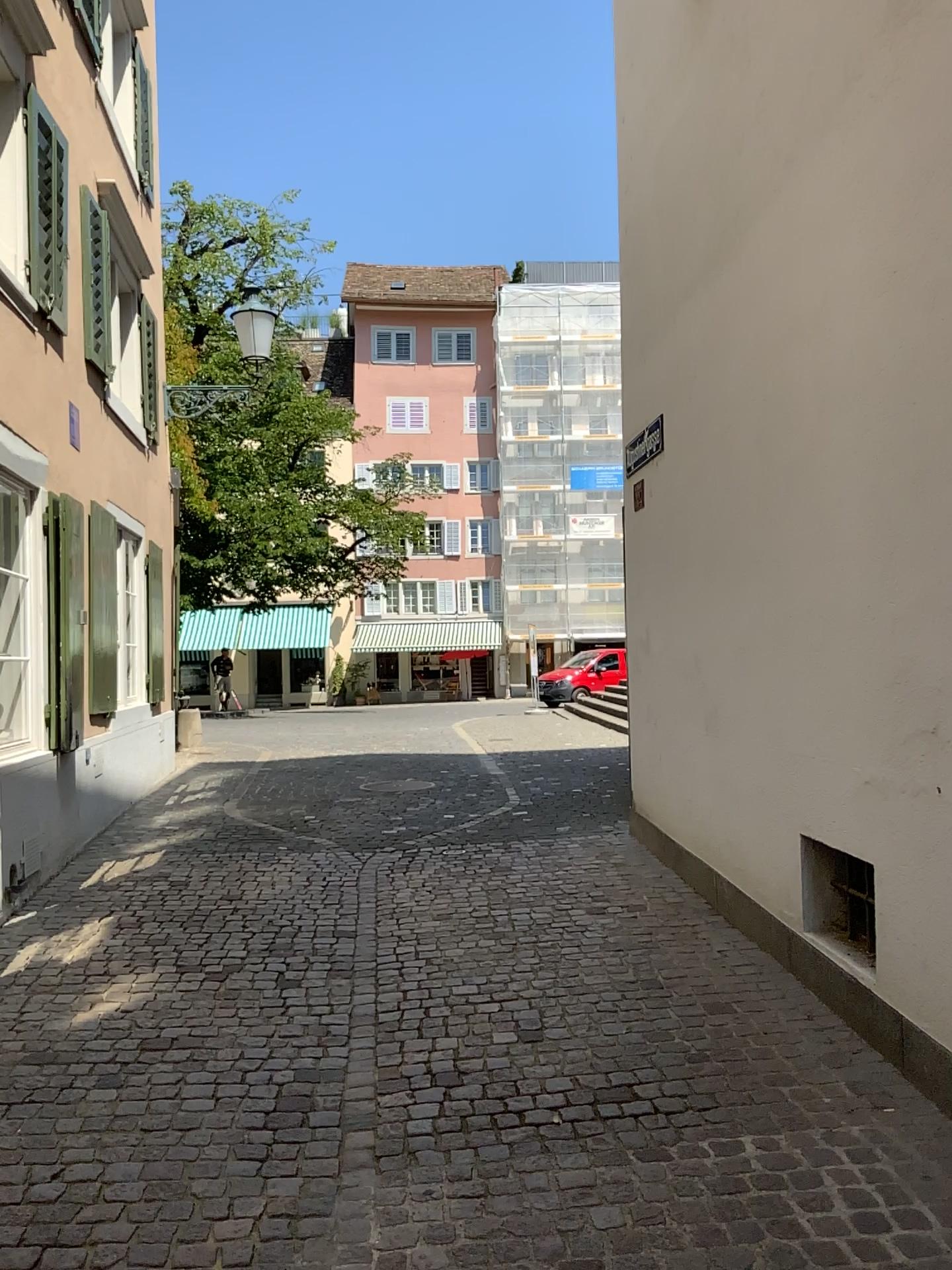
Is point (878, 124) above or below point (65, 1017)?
above
